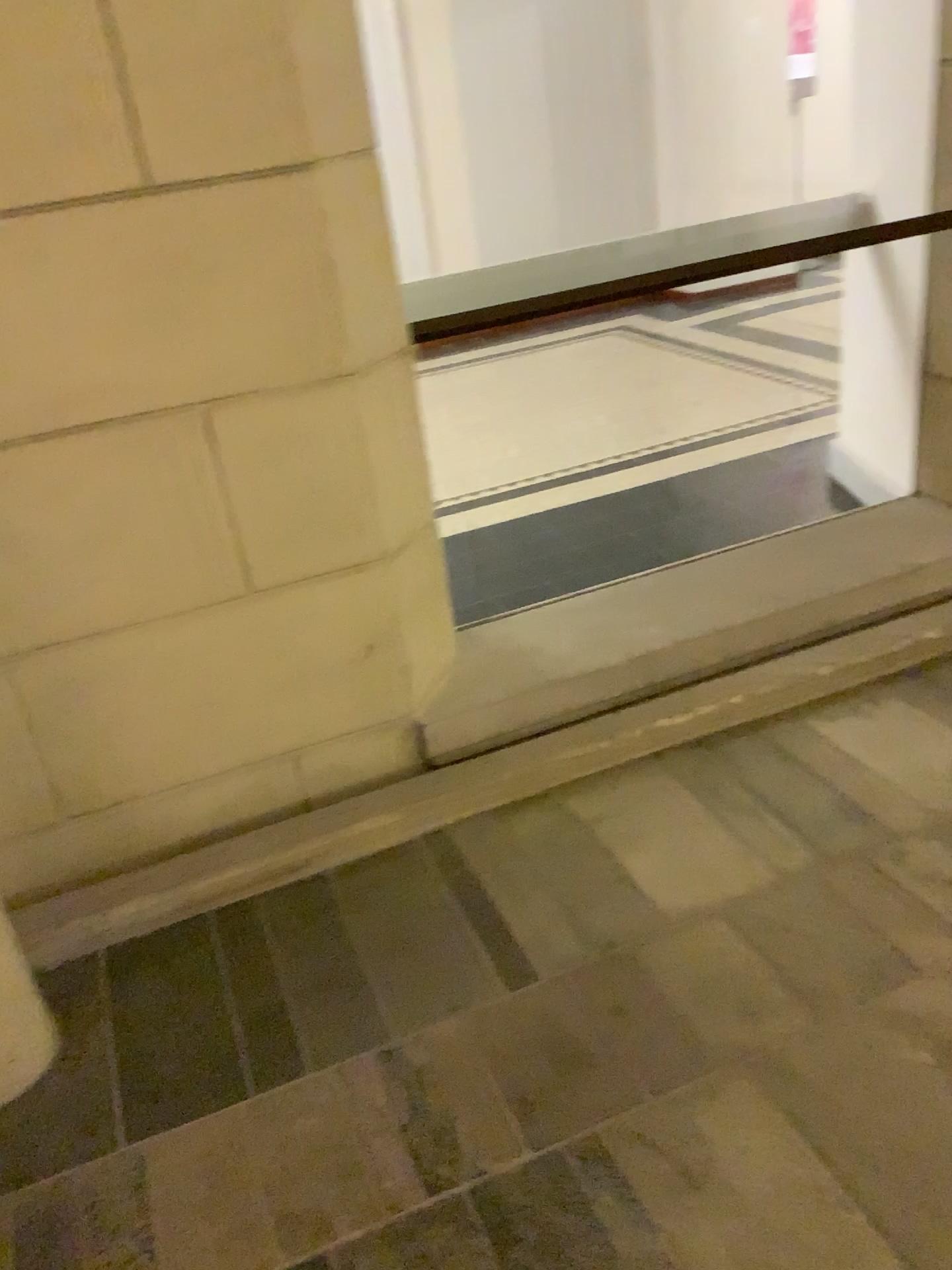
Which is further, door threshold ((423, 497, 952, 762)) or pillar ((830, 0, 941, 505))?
pillar ((830, 0, 941, 505))

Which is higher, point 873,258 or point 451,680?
point 873,258

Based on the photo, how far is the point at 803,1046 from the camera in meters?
1.6 m

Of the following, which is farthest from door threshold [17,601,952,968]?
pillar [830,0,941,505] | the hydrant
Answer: pillar [830,0,941,505]

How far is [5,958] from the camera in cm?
172

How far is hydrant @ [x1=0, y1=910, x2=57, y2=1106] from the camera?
1.7m

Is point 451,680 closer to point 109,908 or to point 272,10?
point 109,908

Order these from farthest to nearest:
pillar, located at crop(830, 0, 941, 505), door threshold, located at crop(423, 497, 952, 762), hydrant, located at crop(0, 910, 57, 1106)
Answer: pillar, located at crop(830, 0, 941, 505) → door threshold, located at crop(423, 497, 952, 762) → hydrant, located at crop(0, 910, 57, 1106)

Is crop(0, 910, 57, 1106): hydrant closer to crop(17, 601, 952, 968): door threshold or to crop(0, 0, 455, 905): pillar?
crop(17, 601, 952, 968): door threshold

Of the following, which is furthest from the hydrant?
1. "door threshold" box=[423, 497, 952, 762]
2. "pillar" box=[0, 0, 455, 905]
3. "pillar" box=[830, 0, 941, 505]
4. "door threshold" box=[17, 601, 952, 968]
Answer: "pillar" box=[830, 0, 941, 505]
